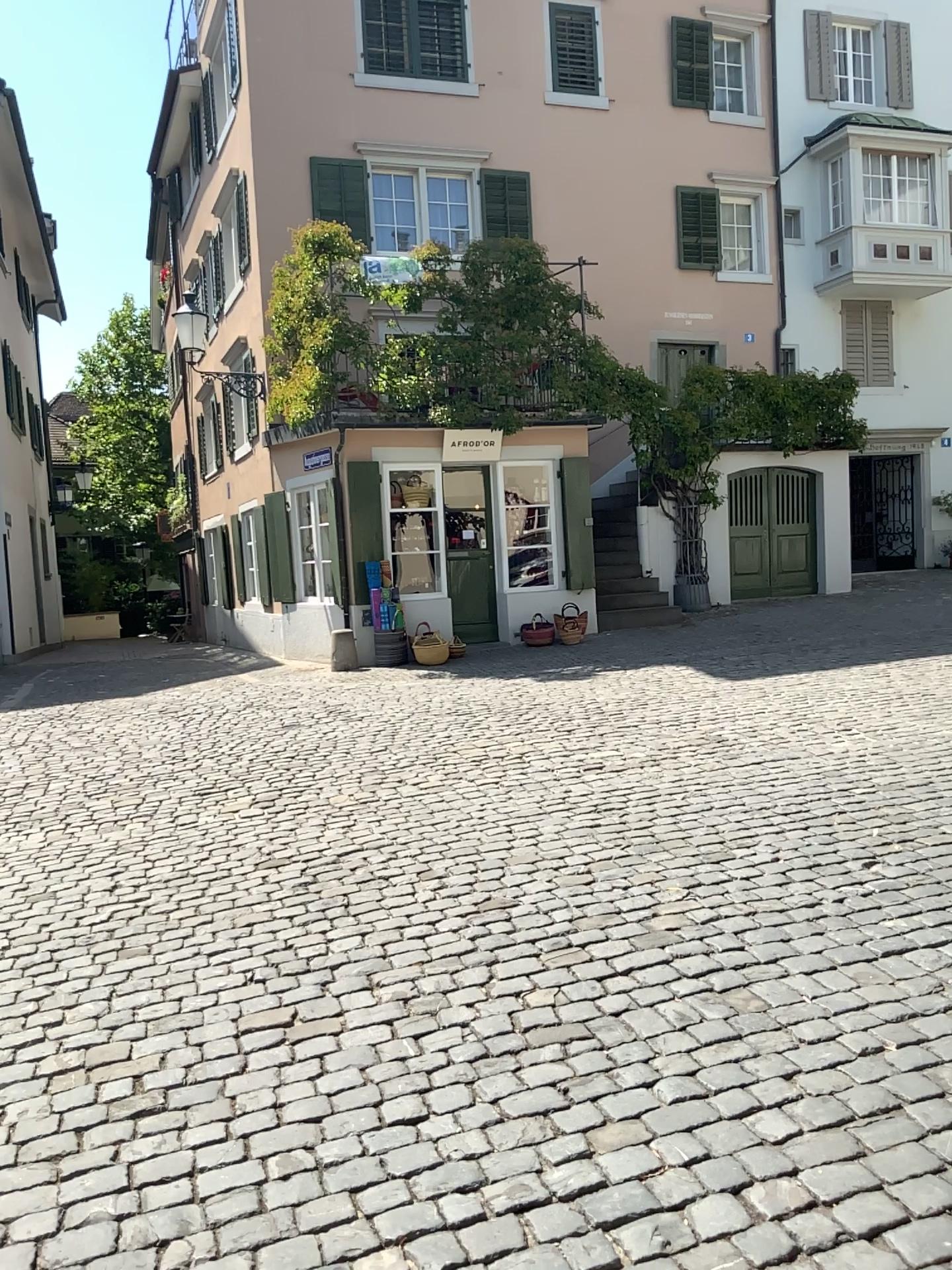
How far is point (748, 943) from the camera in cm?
382
